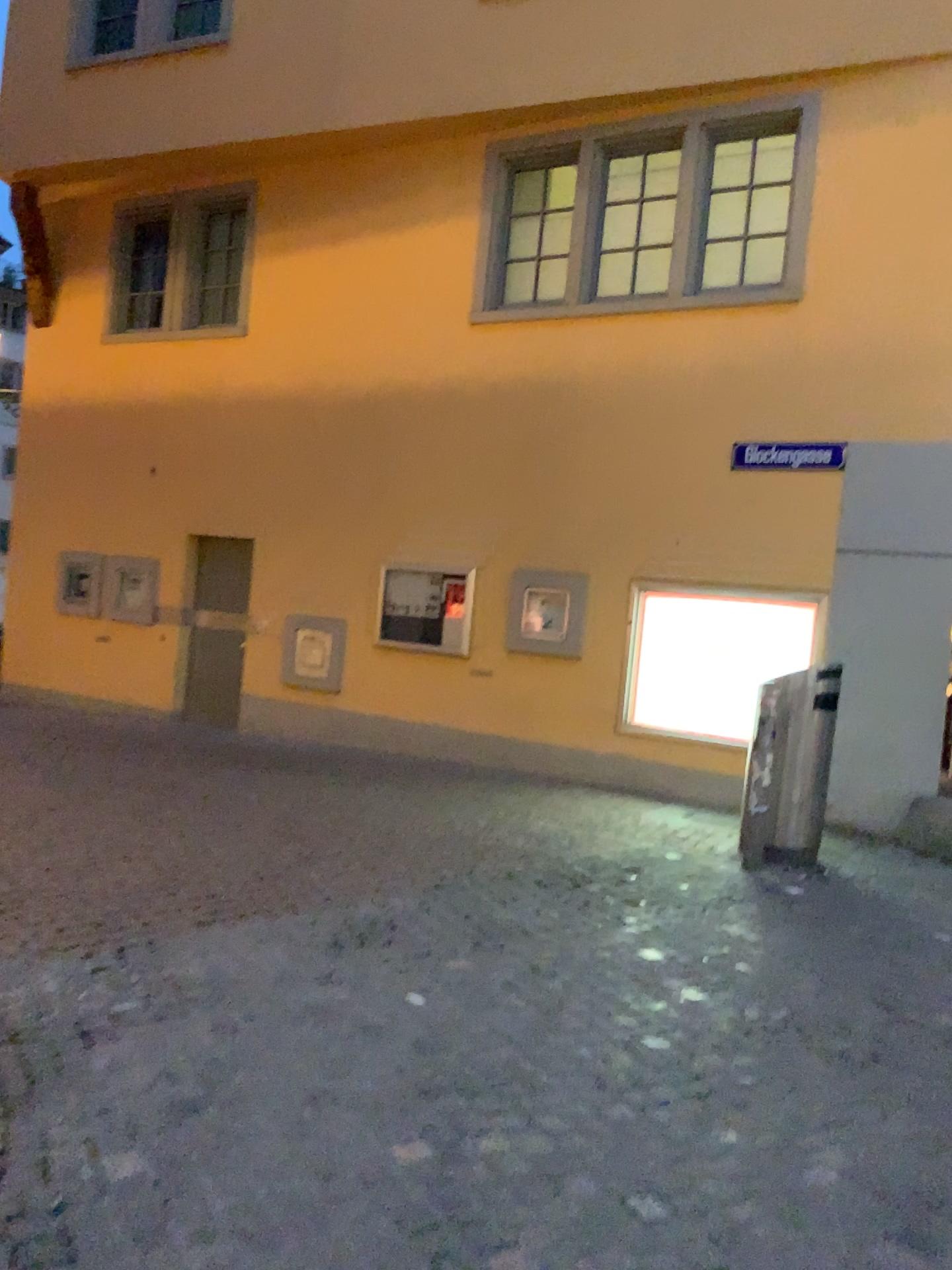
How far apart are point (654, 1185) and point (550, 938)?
1.9m
